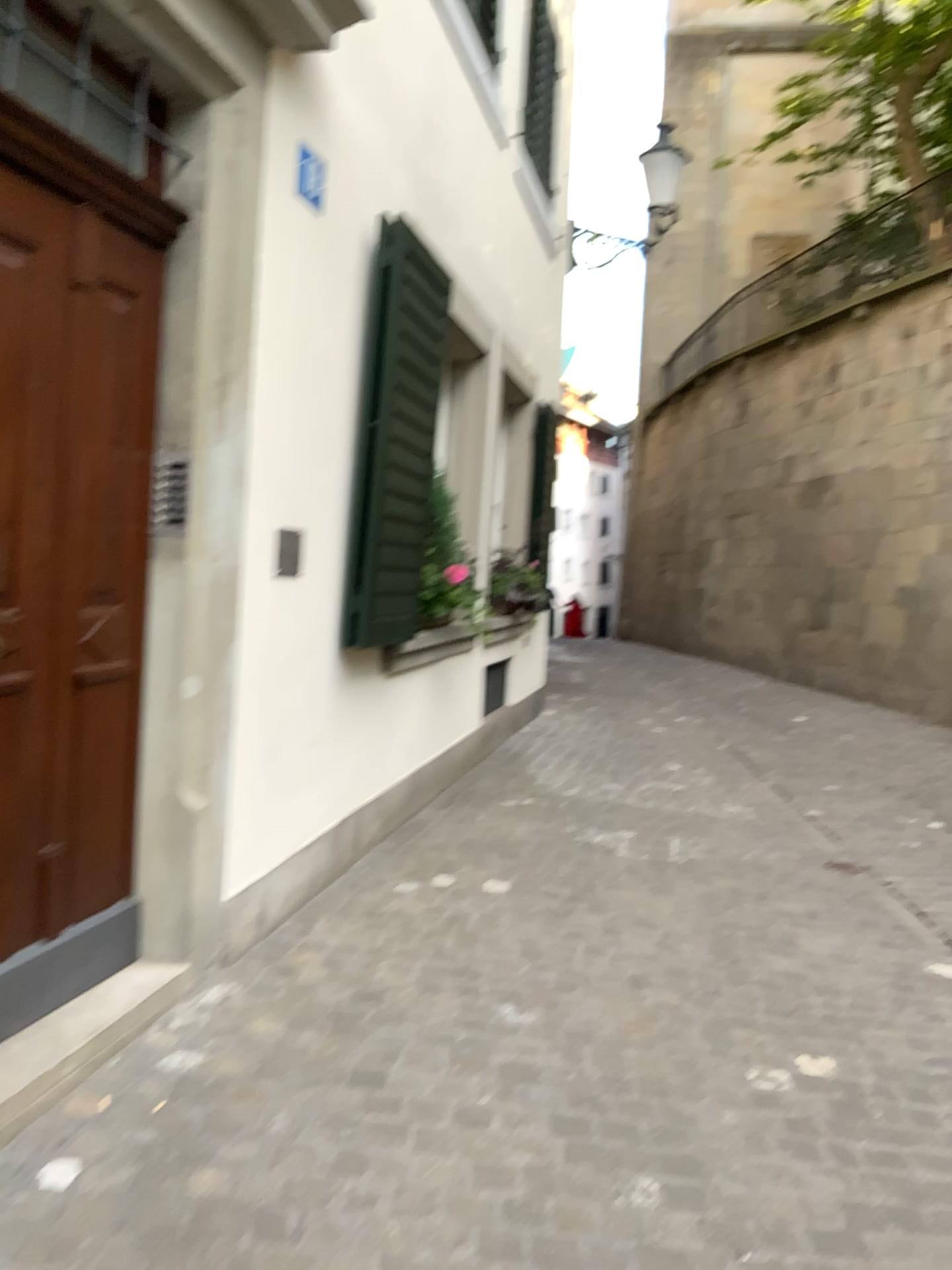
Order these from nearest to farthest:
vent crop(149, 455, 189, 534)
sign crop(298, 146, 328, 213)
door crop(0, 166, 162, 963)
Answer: door crop(0, 166, 162, 963), vent crop(149, 455, 189, 534), sign crop(298, 146, 328, 213)

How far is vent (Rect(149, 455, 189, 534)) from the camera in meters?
2.7

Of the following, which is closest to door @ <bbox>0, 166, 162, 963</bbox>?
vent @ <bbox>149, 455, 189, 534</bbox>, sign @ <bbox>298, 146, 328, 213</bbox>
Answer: vent @ <bbox>149, 455, 189, 534</bbox>

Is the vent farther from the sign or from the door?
the sign

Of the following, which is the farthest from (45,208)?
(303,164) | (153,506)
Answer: (303,164)

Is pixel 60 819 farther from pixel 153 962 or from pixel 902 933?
pixel 902 933

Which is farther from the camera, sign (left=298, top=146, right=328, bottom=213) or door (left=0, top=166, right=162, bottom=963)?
sign (left=298, top=146, right=328, bottom=213)

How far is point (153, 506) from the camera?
2.72m

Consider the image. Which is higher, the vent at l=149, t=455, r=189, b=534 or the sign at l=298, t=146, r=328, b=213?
the sign at l=298, t=146, r=328, b=213

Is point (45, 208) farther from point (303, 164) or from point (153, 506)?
point (303, 164)
